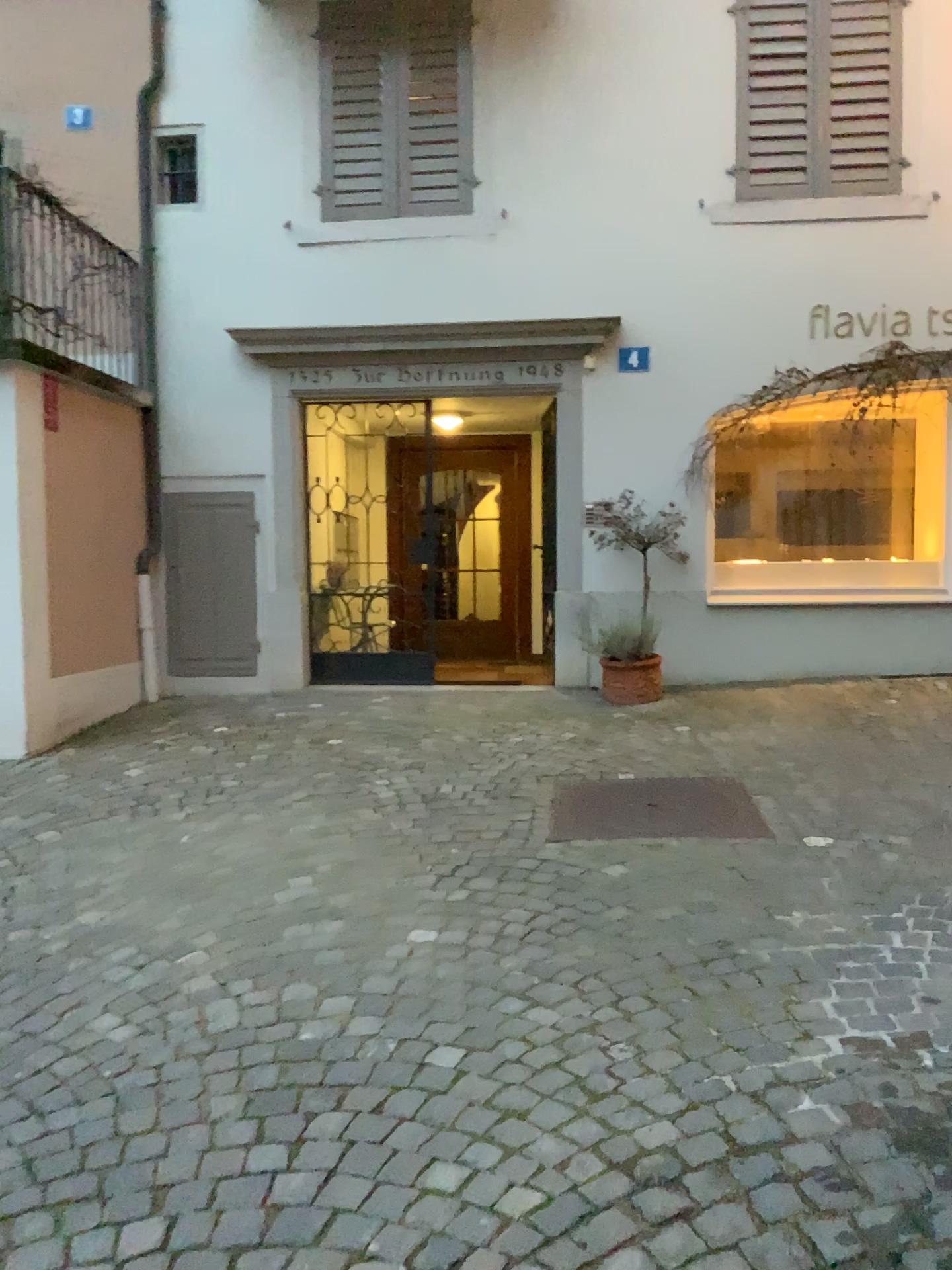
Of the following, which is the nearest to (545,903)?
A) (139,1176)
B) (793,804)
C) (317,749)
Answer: (793,804)
